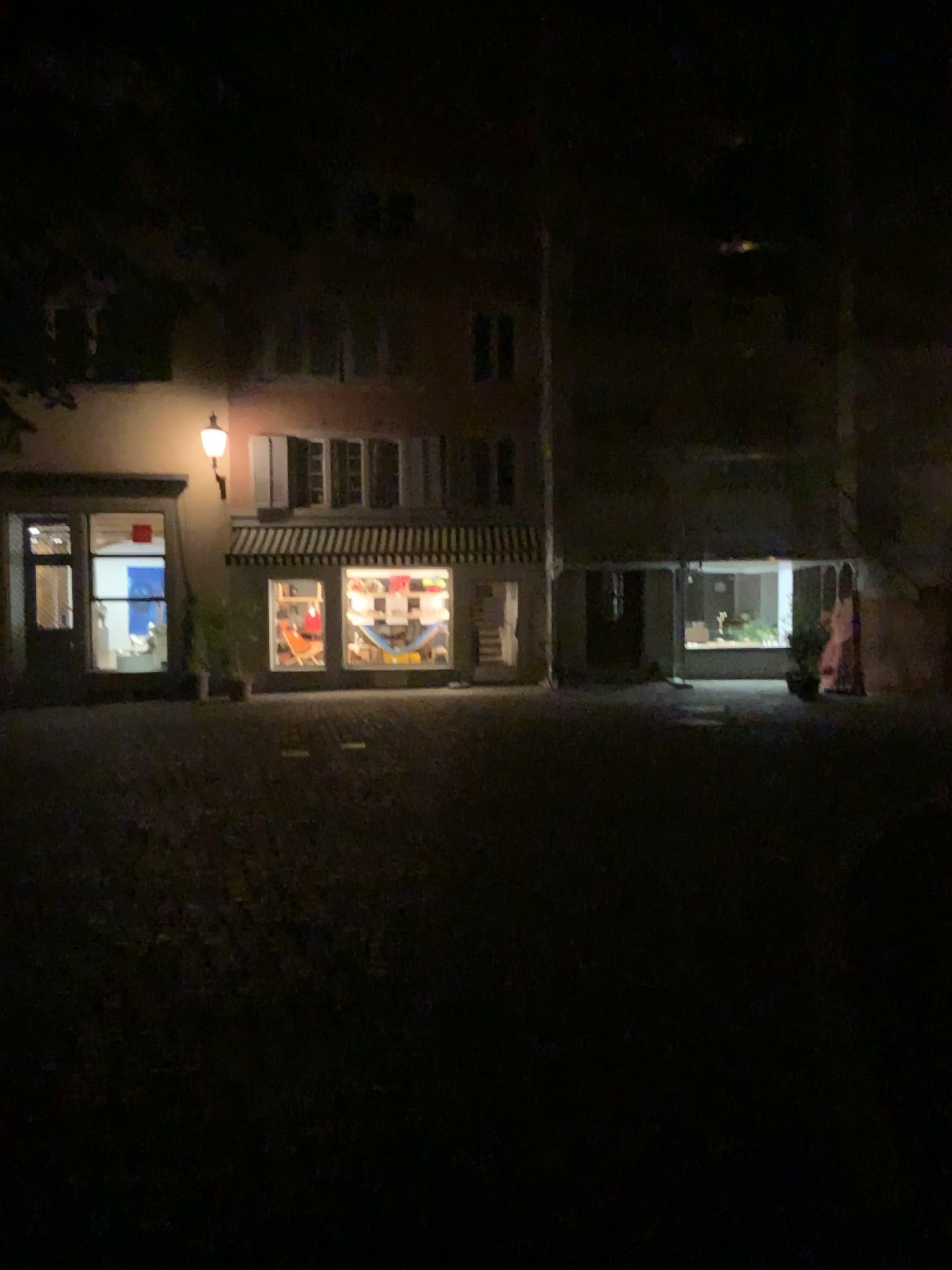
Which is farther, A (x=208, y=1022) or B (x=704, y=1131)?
A (x=208, y=1022)
